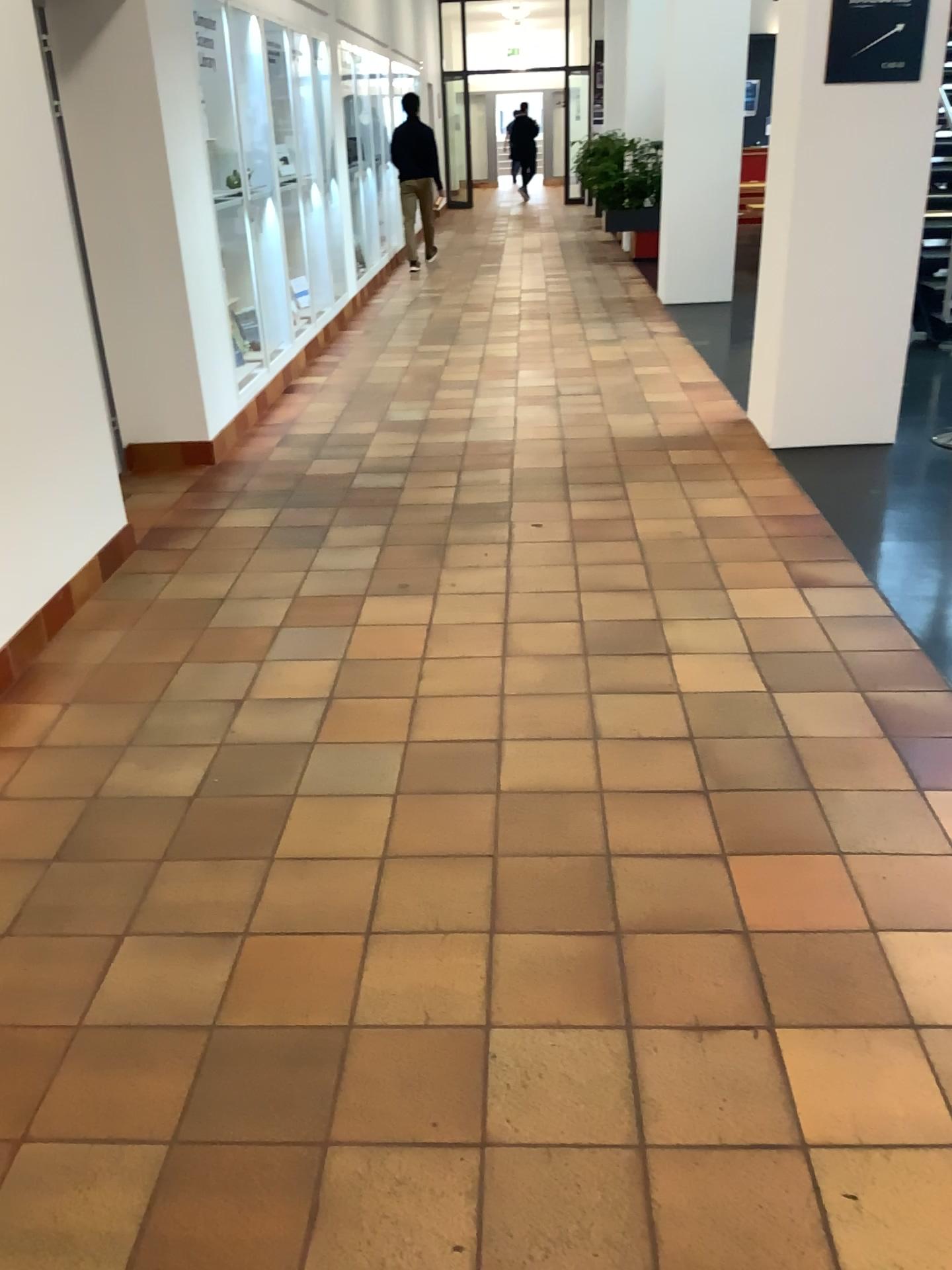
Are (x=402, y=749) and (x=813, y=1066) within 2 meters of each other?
yes
